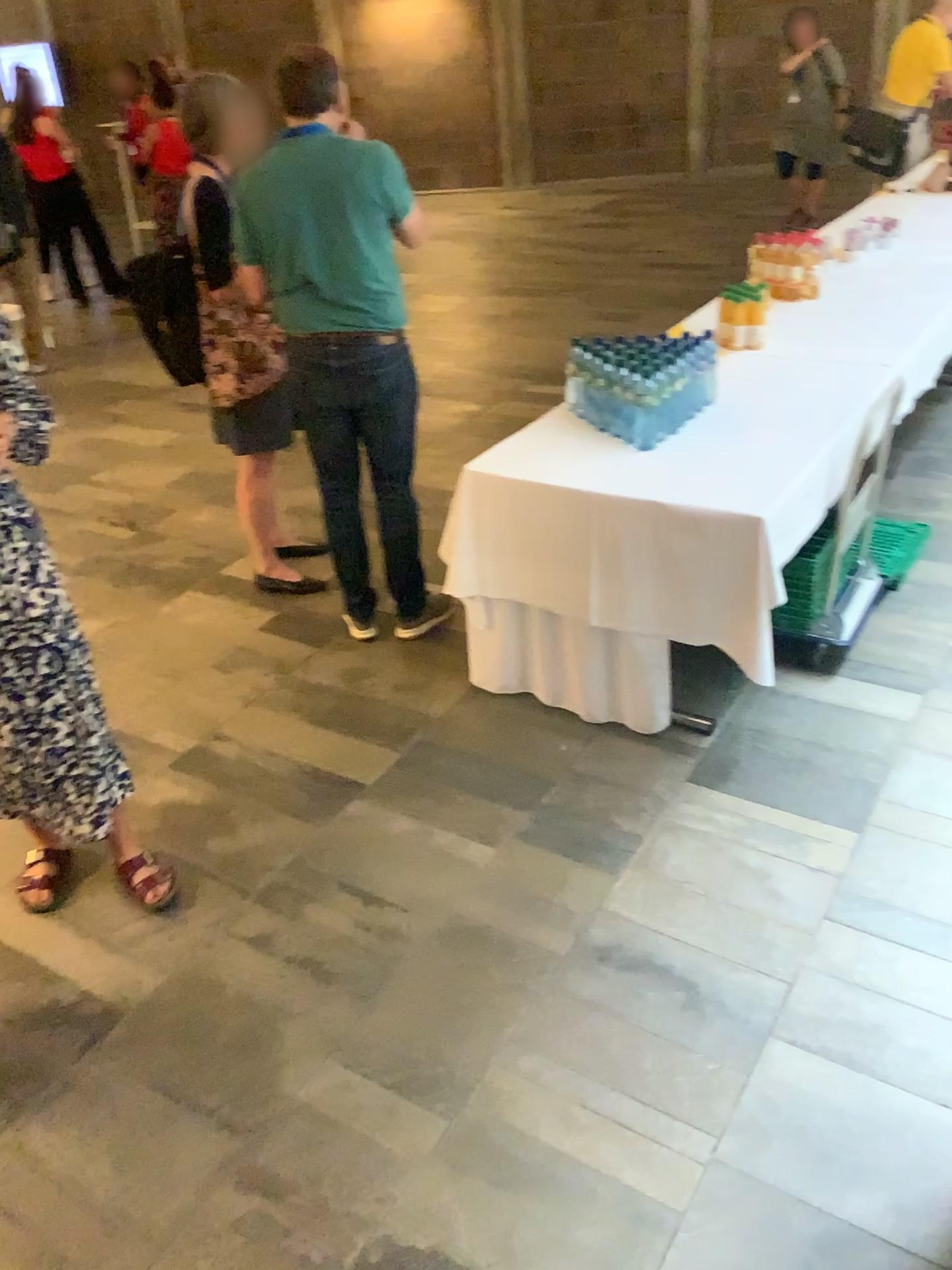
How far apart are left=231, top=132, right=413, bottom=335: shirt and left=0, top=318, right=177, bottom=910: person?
1.1m

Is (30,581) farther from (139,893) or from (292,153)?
(292,153)

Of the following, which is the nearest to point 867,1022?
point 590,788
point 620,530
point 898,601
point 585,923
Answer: point 585,923

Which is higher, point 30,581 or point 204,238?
point 204,238

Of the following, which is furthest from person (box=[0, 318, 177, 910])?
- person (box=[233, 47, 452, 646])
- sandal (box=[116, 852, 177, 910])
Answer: person (box=[233, 47, 452, 646])

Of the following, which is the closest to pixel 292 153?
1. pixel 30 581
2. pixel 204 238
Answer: pixel 204 238

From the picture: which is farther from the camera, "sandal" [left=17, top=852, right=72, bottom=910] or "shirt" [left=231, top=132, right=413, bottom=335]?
"shirt" [left=231, top=132, right=413, bottom=335]

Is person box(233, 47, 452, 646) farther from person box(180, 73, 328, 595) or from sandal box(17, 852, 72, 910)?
sandal box(17, 852, 72, 910)

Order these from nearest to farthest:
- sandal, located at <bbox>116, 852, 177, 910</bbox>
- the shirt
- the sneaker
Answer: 1. sandal, located at <bbox>116, 852, 177, 910</bbox>
2. the shirt
3. the sneaker

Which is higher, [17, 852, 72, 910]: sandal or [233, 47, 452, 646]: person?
[233, 47, 452, 646]: person
